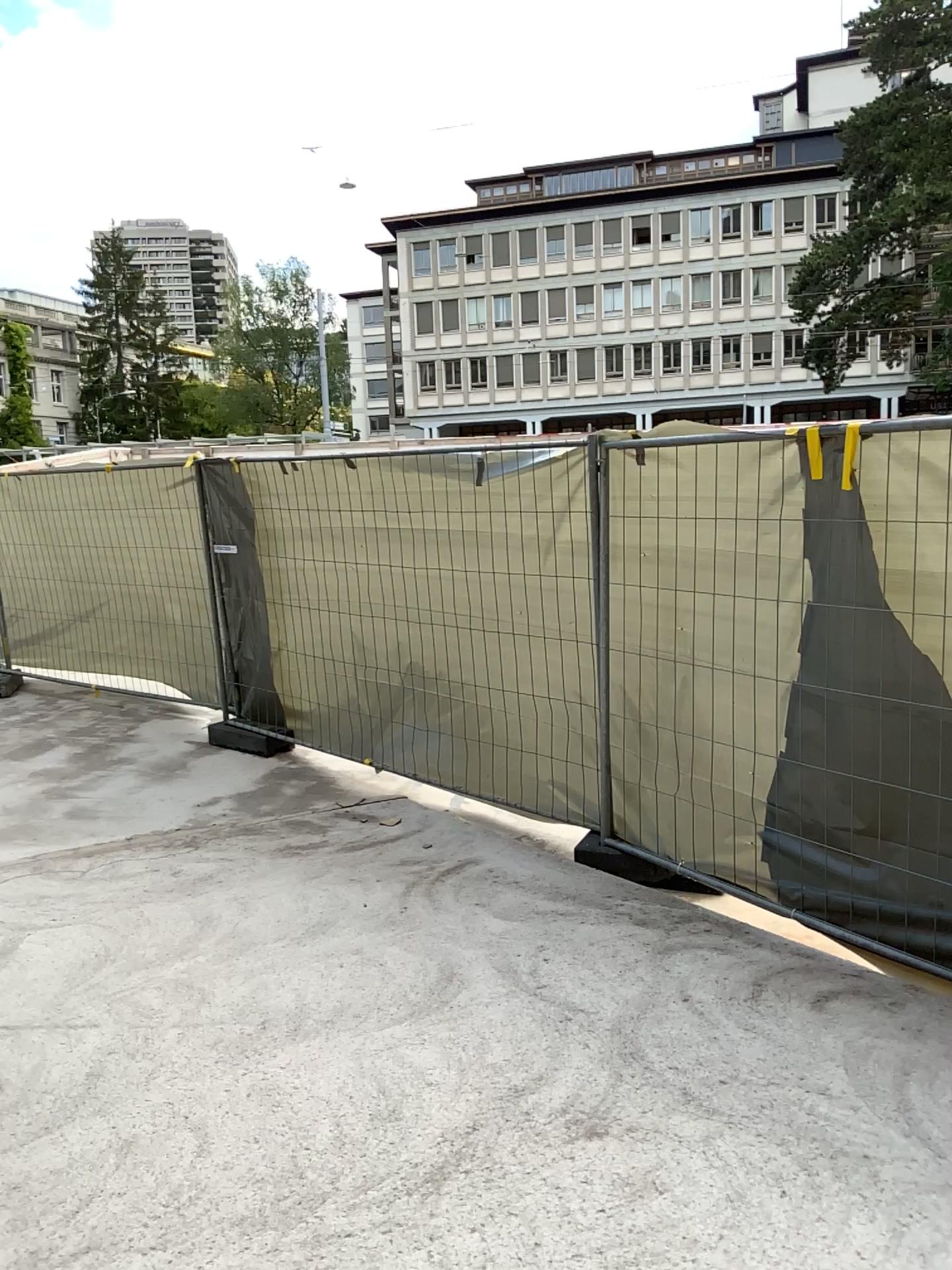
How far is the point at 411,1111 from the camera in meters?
2.7
